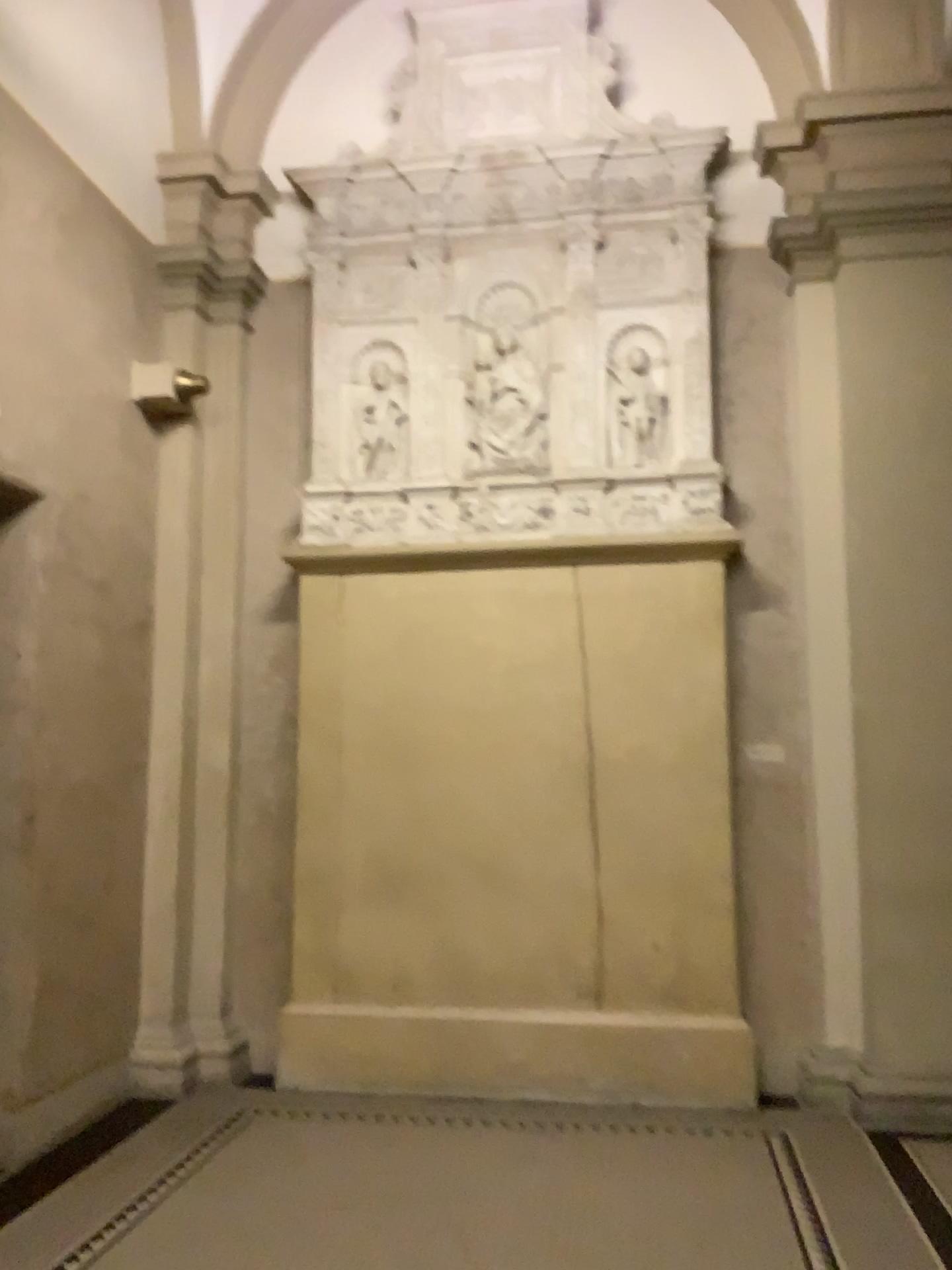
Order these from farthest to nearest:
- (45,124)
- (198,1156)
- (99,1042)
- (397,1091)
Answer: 1. (397,1091)
2. (99,1042)
3. (45,124)
4. (198,1156)
